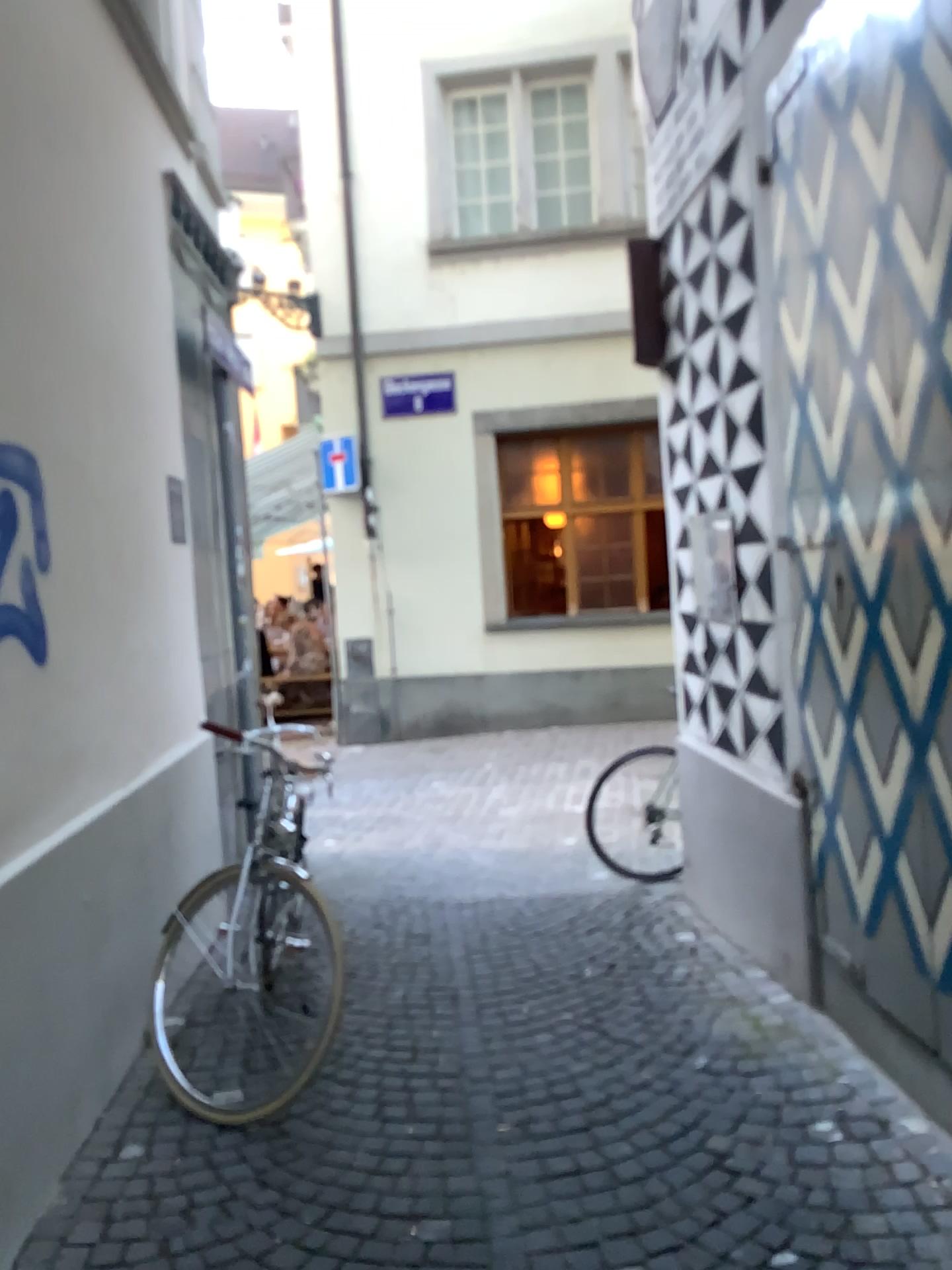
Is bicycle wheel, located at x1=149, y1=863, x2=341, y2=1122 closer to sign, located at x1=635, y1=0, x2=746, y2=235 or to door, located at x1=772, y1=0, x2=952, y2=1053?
door, located at x1=772, y1=0, x2=952, y2=1053

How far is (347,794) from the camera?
7.02m

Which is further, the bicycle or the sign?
Answer: the sign

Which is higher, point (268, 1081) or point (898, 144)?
point (898, 144)

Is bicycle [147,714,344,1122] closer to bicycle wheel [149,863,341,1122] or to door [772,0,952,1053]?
bicycle wheel [149,863,341,1122]

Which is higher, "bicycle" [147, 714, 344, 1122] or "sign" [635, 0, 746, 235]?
"sign" [635, 0, 746, 235]

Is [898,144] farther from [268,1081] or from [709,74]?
Answer: [268,1081]

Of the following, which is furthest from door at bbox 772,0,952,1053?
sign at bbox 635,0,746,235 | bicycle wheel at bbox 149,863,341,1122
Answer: bicycle wheel at bbox 149,863,341,1122

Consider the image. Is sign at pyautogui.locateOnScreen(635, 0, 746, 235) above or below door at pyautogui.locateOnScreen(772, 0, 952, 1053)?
above

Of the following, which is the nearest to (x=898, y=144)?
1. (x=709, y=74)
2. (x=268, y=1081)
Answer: (x=709, y=74)
